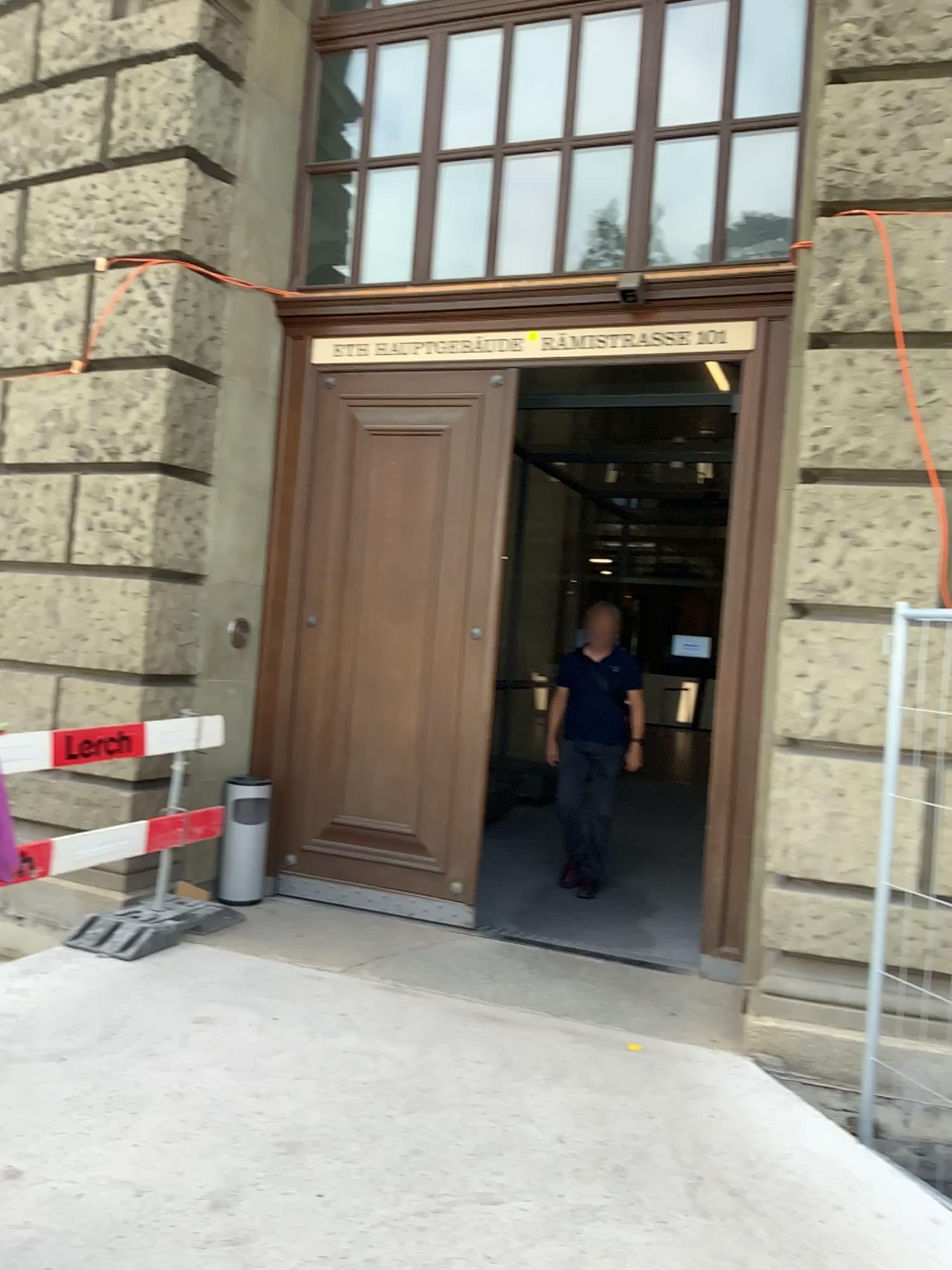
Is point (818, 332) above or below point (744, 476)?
above
